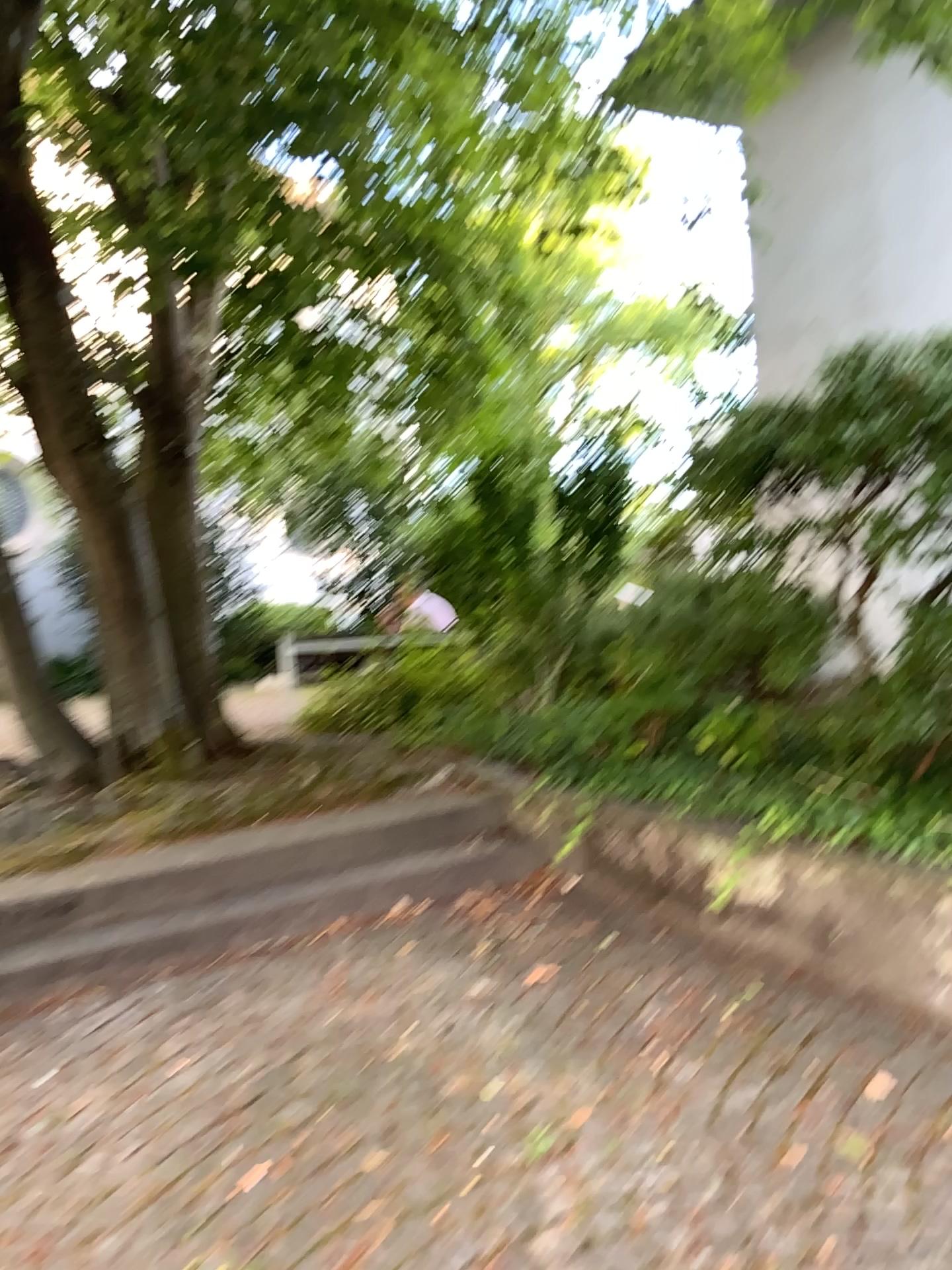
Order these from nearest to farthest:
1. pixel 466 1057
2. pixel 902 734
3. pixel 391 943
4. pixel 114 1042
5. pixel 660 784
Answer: pixel 466 1057 → pixel 114 1042 → pixel 902 734 → pixel 391 943 → pixel 660 784
